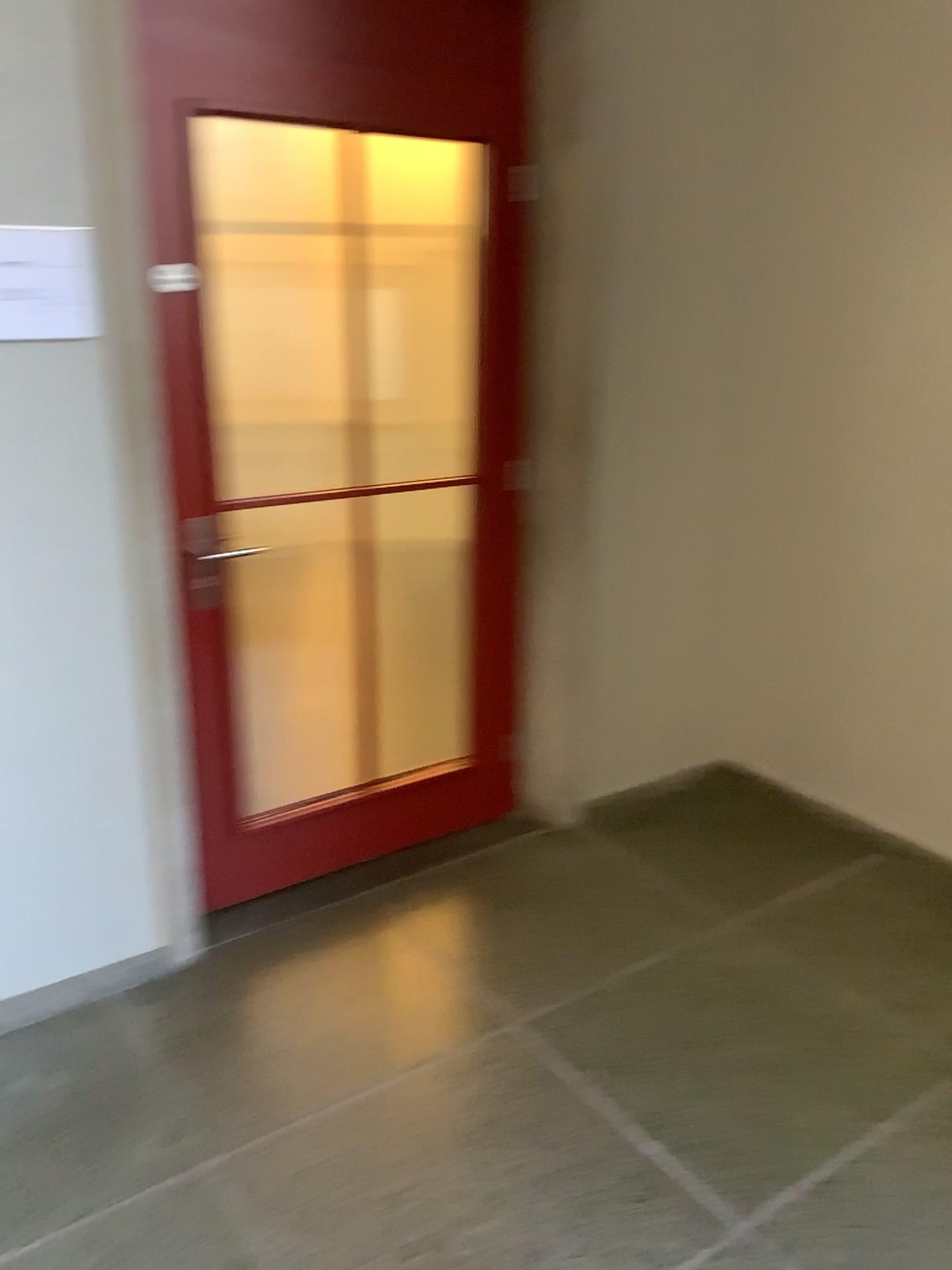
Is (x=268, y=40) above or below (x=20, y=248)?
above

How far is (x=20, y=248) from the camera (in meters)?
2.04

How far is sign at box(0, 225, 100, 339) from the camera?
2.04m

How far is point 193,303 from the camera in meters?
2.4
